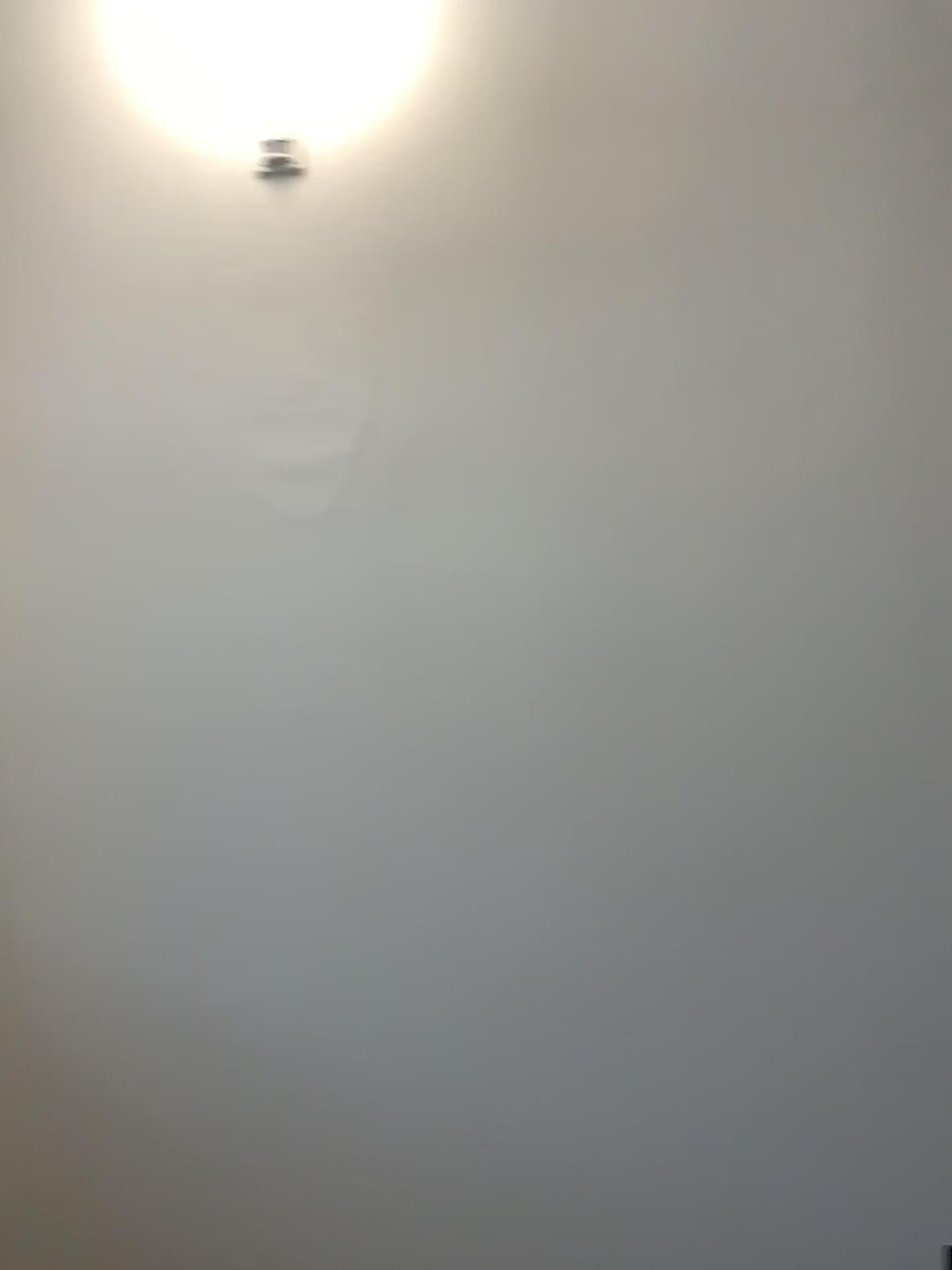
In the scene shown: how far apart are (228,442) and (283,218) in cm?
43

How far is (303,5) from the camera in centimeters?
193cm

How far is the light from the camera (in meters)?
1.93
